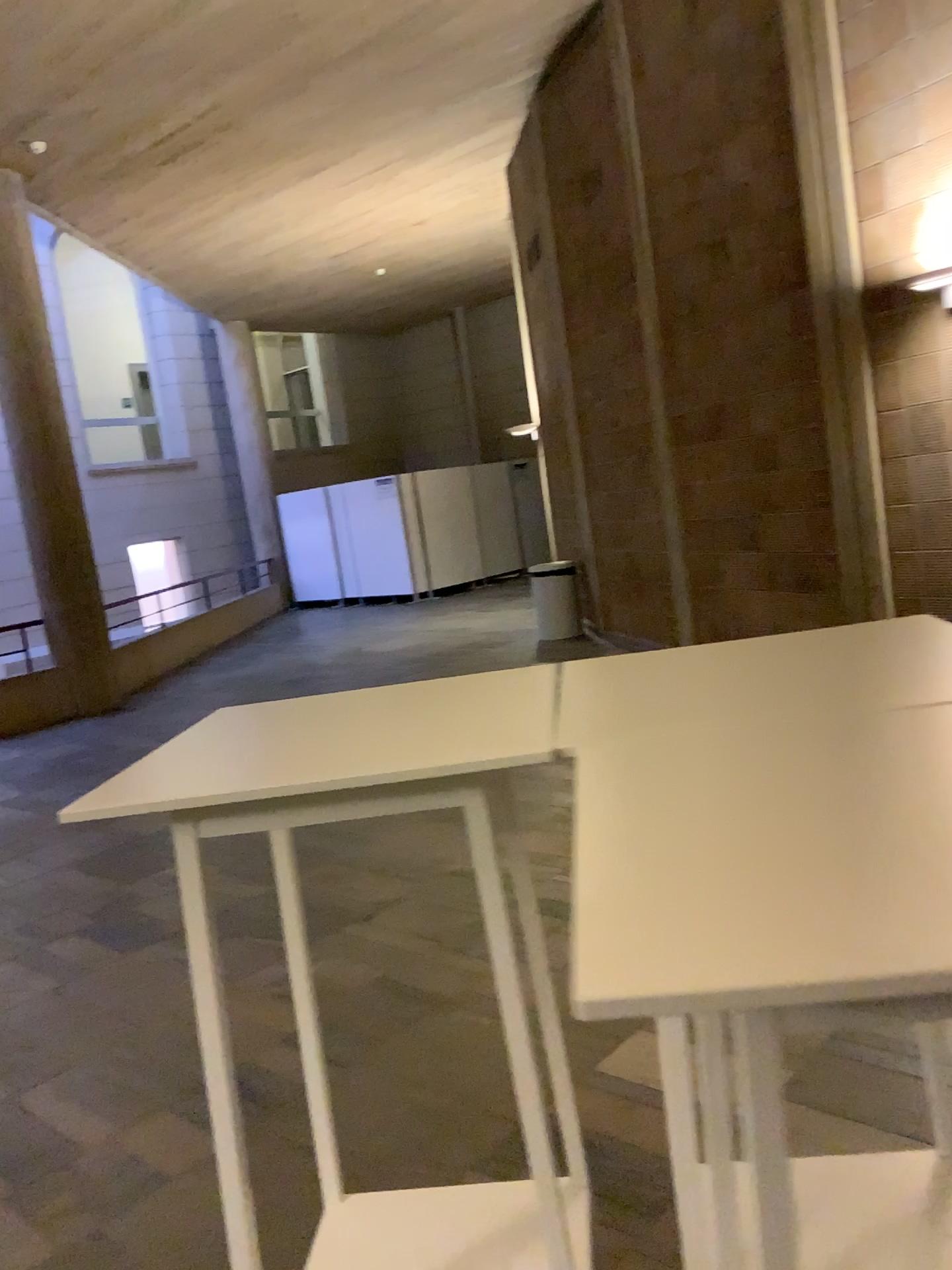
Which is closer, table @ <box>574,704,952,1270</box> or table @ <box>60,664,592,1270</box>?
table @ <box>574,704,952,1270</box>

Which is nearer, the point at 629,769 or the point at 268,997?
the point at 629,769

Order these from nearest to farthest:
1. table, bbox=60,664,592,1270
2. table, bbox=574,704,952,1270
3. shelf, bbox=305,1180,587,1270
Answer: table, bbox=574,704,952,1270 < table, bbox=60,664,592,1270 < shelf, bbox=305,1180,587,1270

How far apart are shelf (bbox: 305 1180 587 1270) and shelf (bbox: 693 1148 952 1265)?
0.42m

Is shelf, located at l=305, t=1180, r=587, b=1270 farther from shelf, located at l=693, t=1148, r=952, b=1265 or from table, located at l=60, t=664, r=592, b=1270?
shelf, located at l=693, t=1148, r=952, b=1265

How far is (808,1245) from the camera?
1.5m

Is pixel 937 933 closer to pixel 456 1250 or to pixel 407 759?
pixel 407 759

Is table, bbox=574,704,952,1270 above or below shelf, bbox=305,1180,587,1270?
above

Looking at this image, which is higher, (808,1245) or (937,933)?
(937,933)

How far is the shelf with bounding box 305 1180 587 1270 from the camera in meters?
1.7
